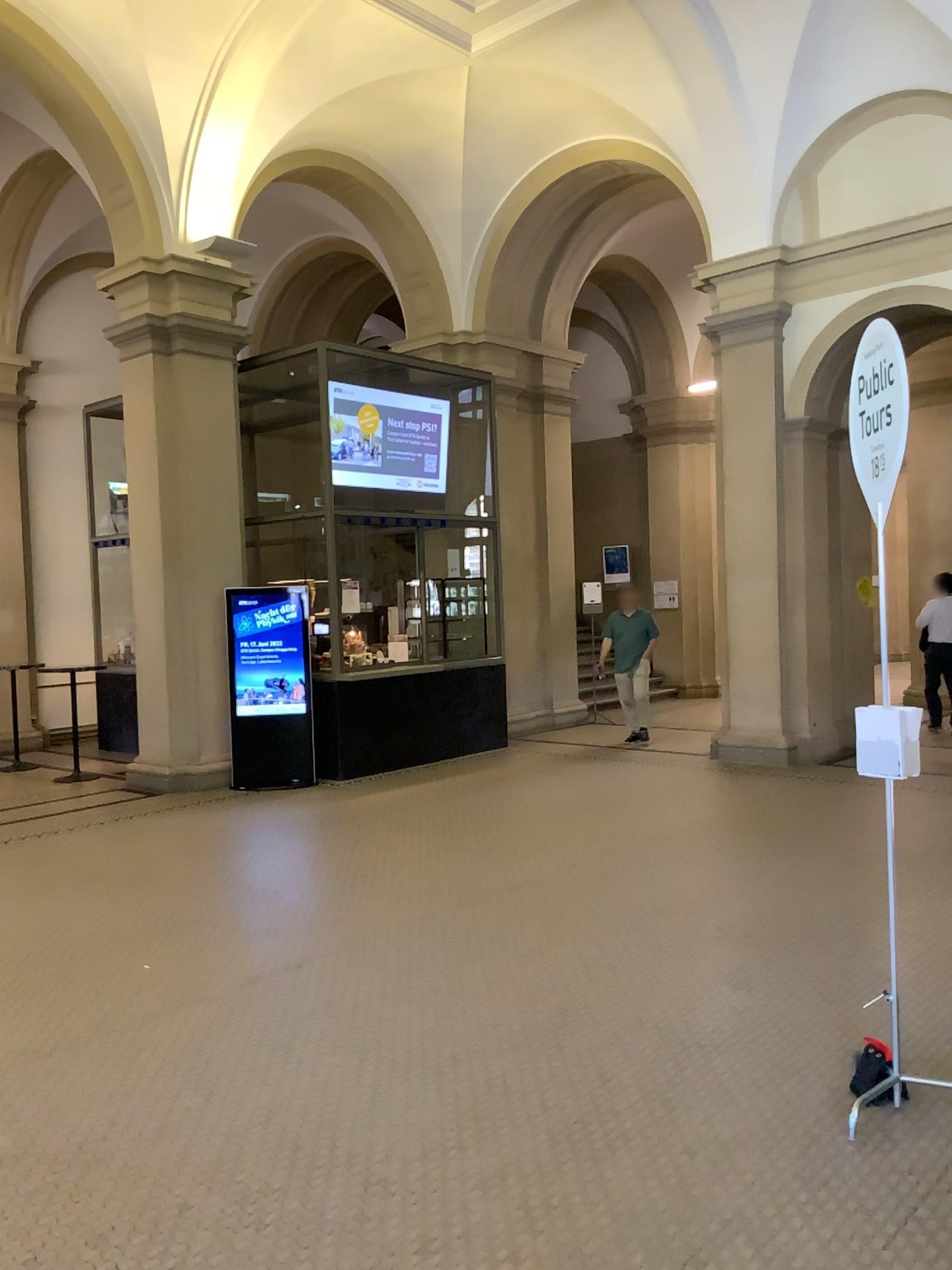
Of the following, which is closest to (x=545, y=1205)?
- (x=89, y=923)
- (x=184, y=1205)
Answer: (x=184, y=1205)
